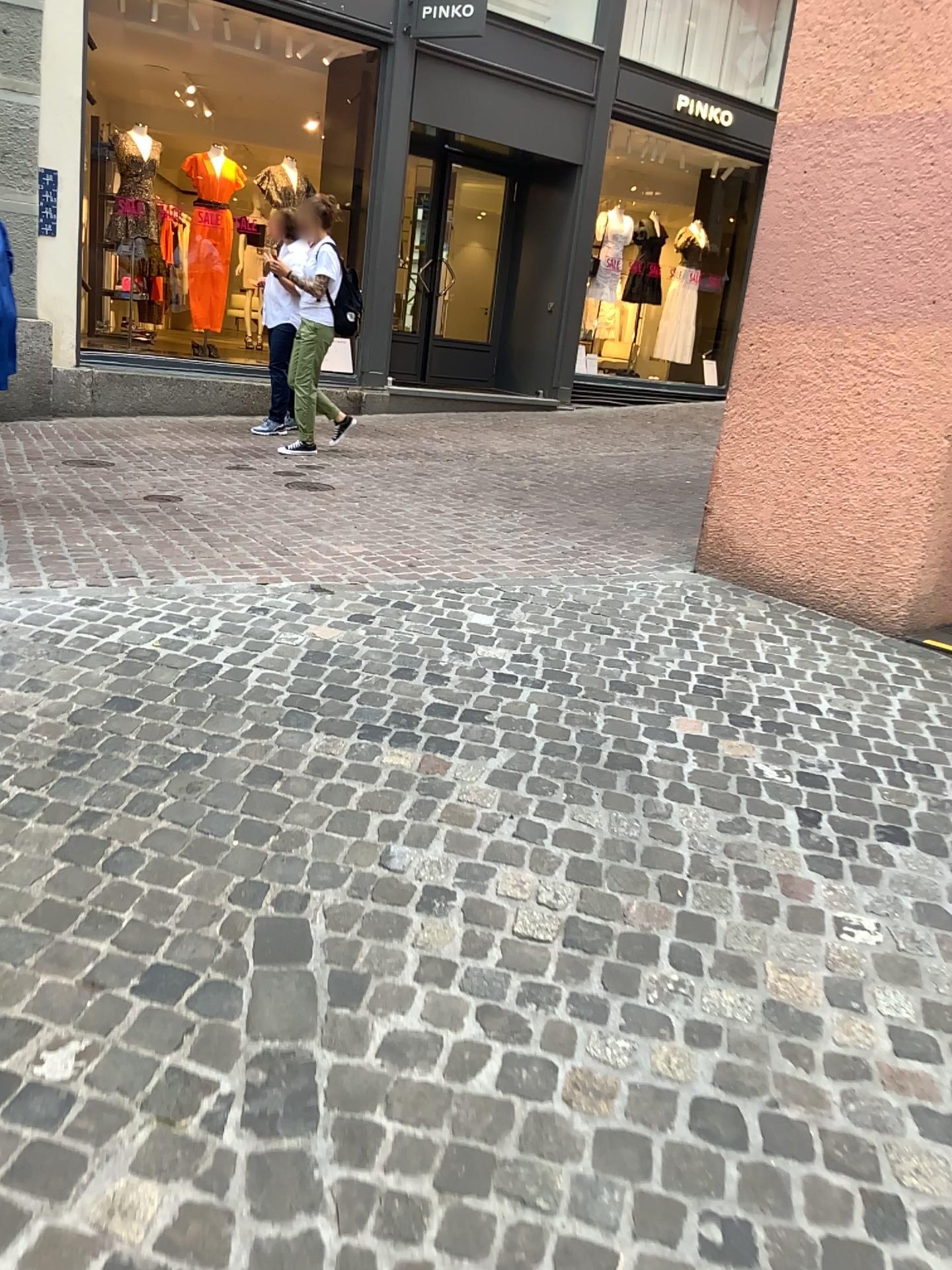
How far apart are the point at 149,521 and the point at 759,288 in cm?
283
